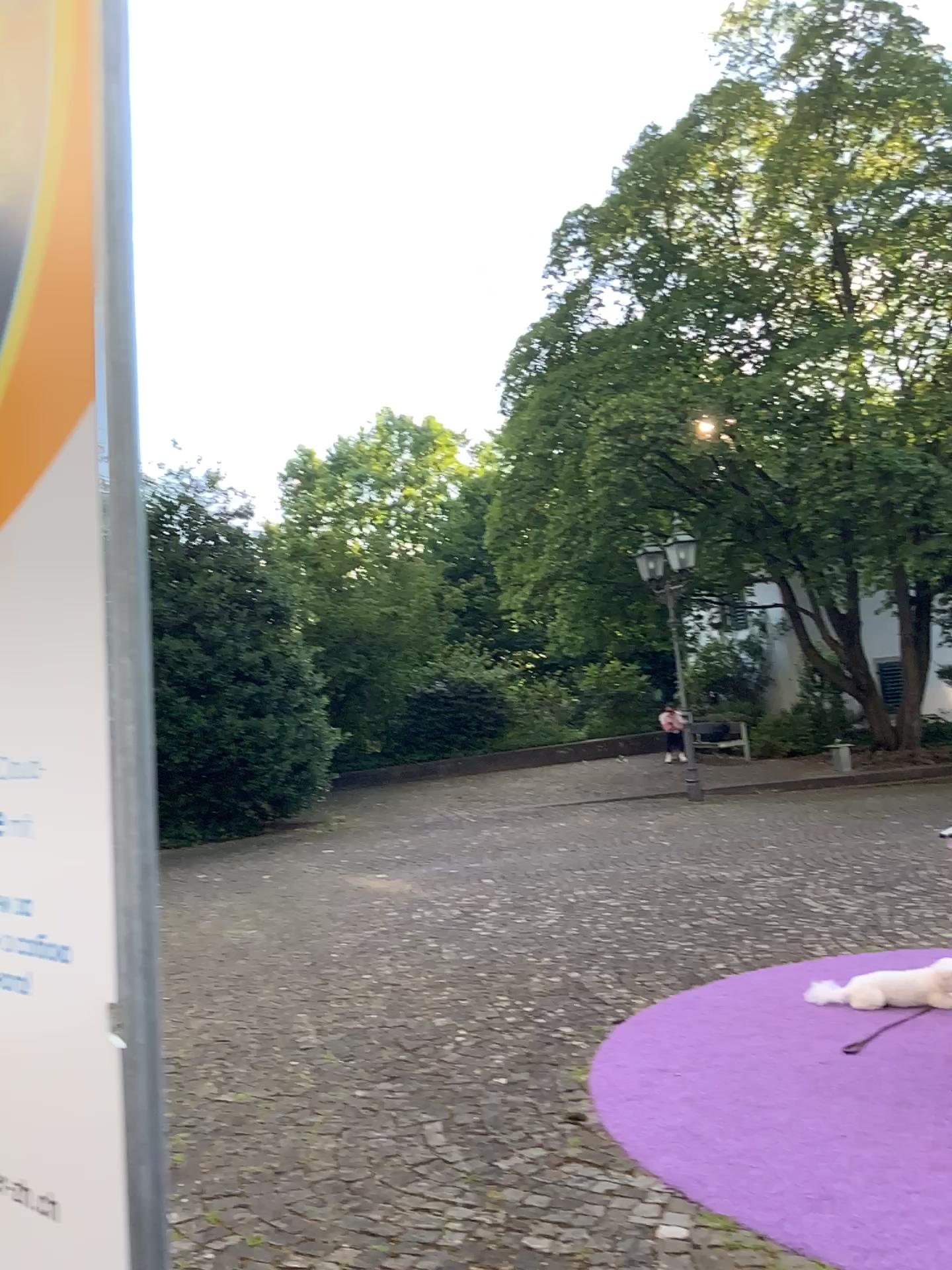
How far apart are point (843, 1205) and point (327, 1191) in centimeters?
143cm
